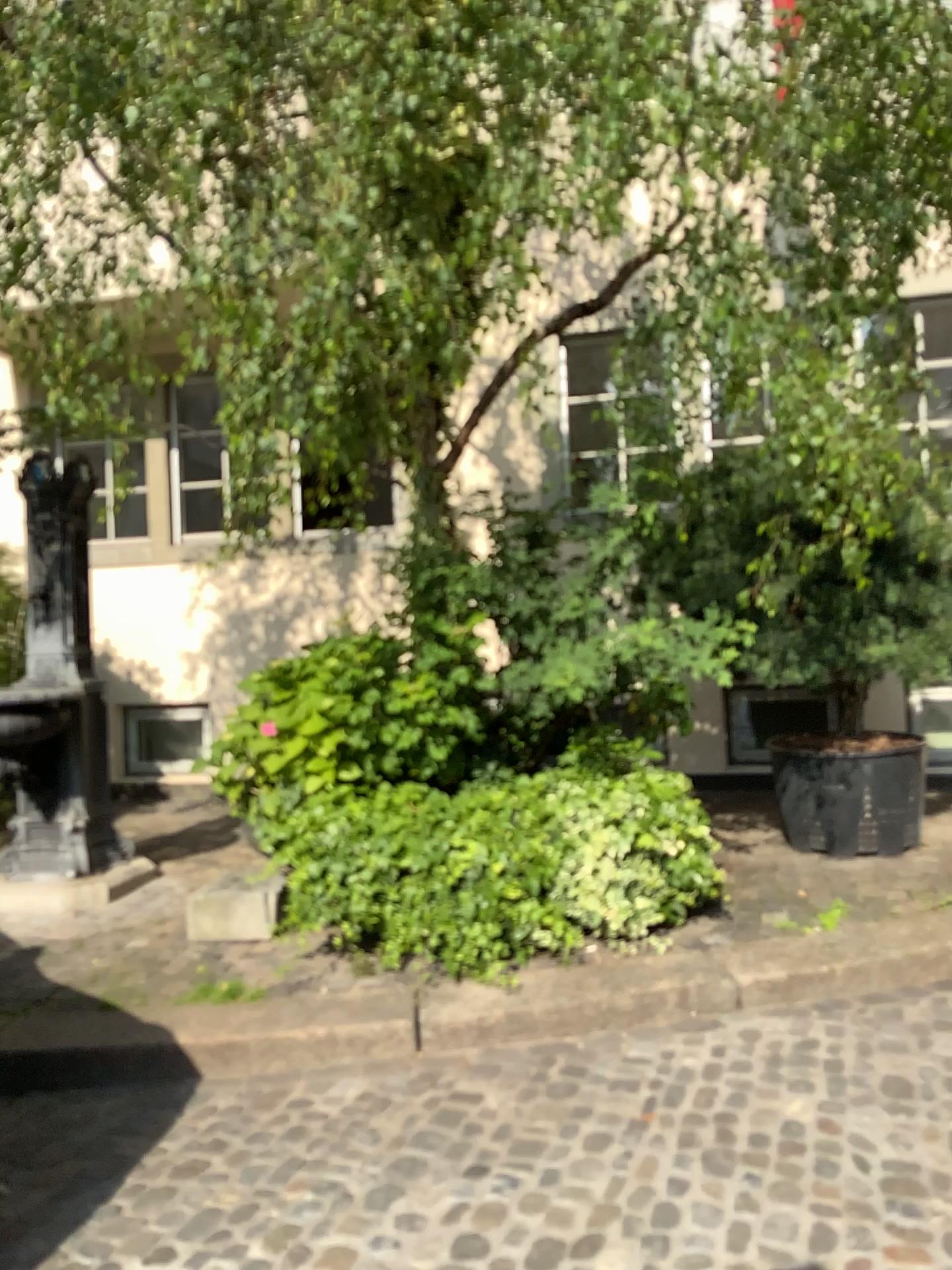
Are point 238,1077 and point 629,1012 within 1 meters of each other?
no
